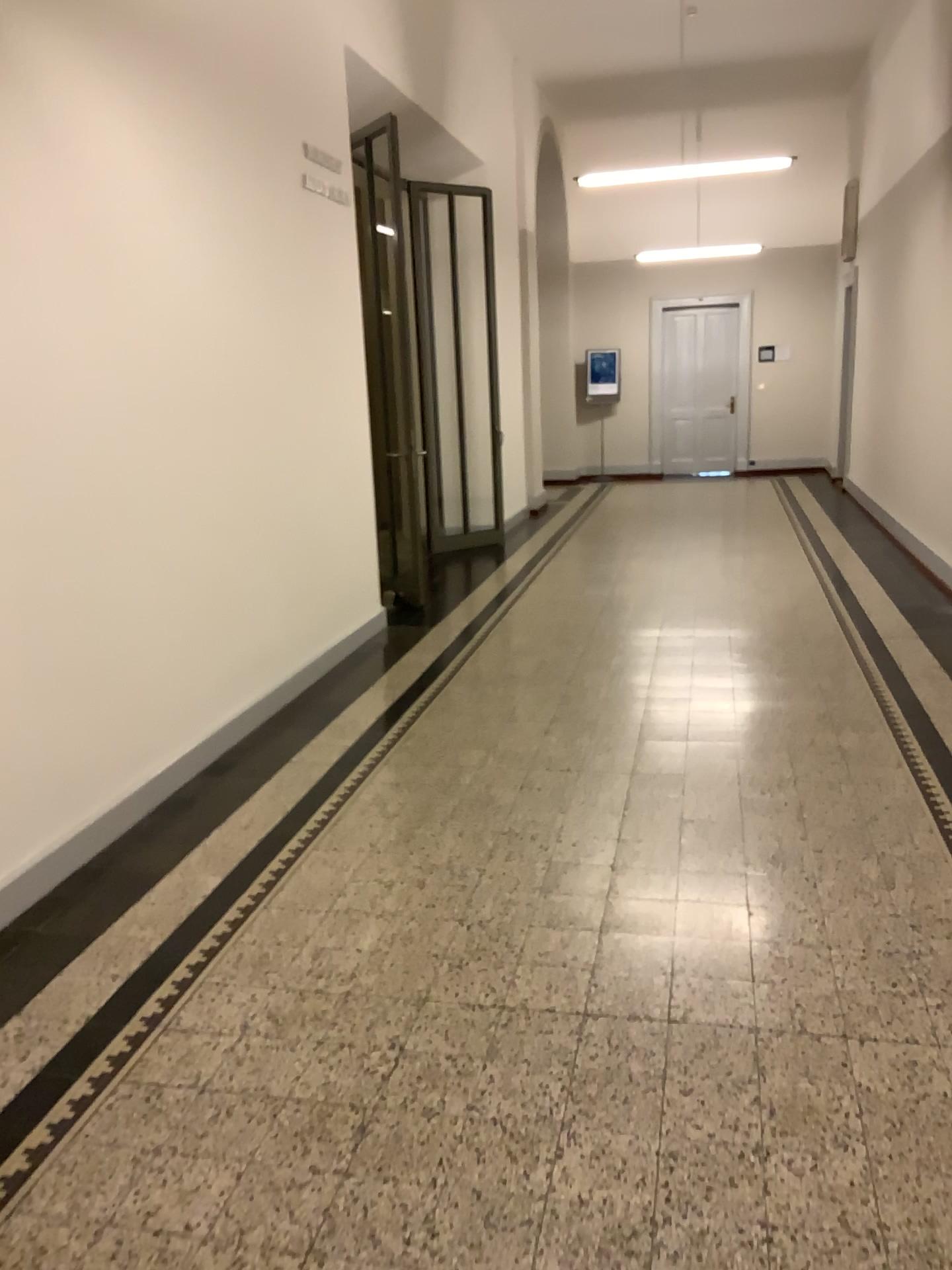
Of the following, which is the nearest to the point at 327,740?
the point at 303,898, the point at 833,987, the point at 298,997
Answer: the point at 303,898
